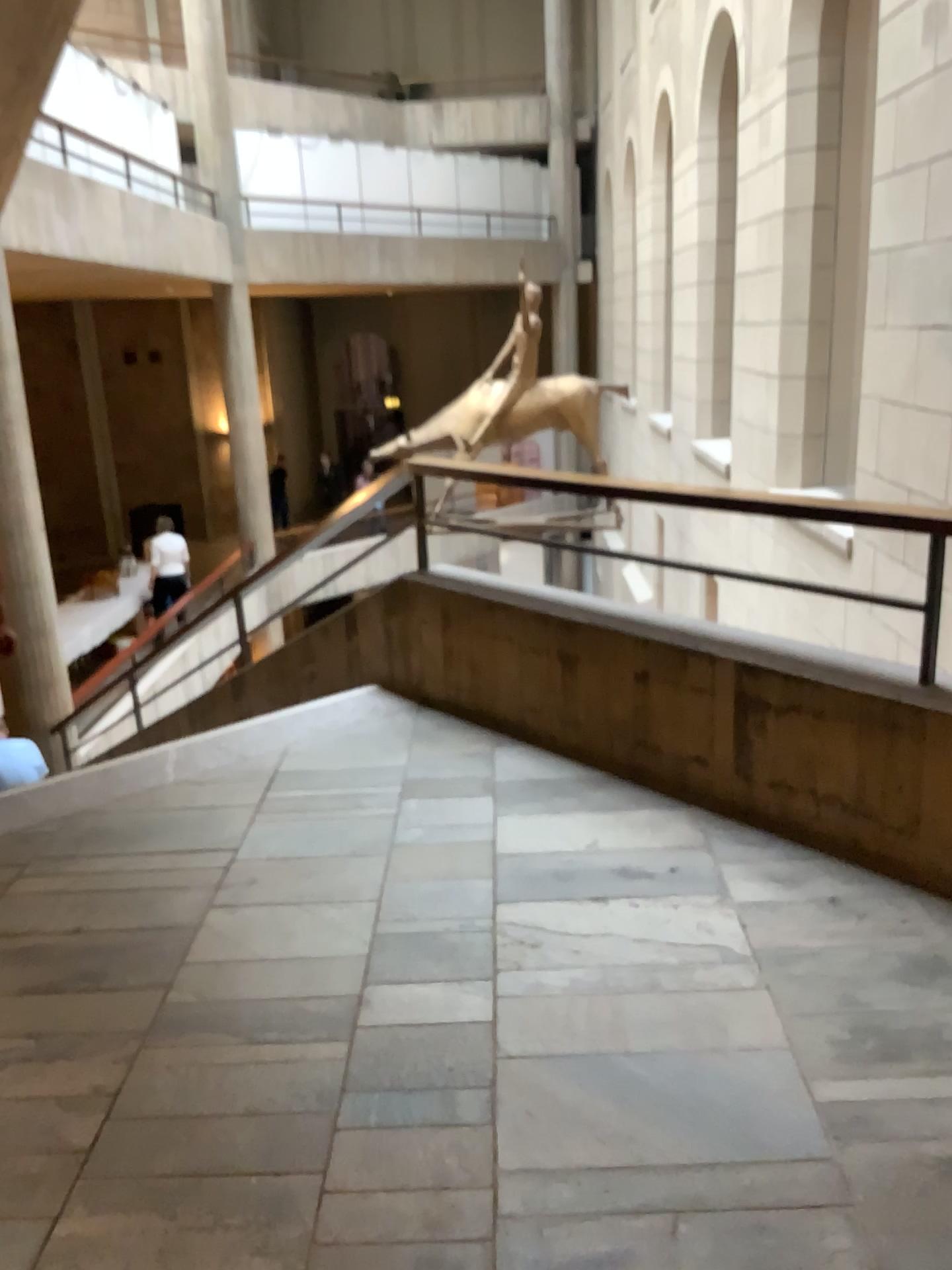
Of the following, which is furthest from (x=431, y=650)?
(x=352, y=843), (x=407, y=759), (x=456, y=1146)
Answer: (x=456, y=1146)
